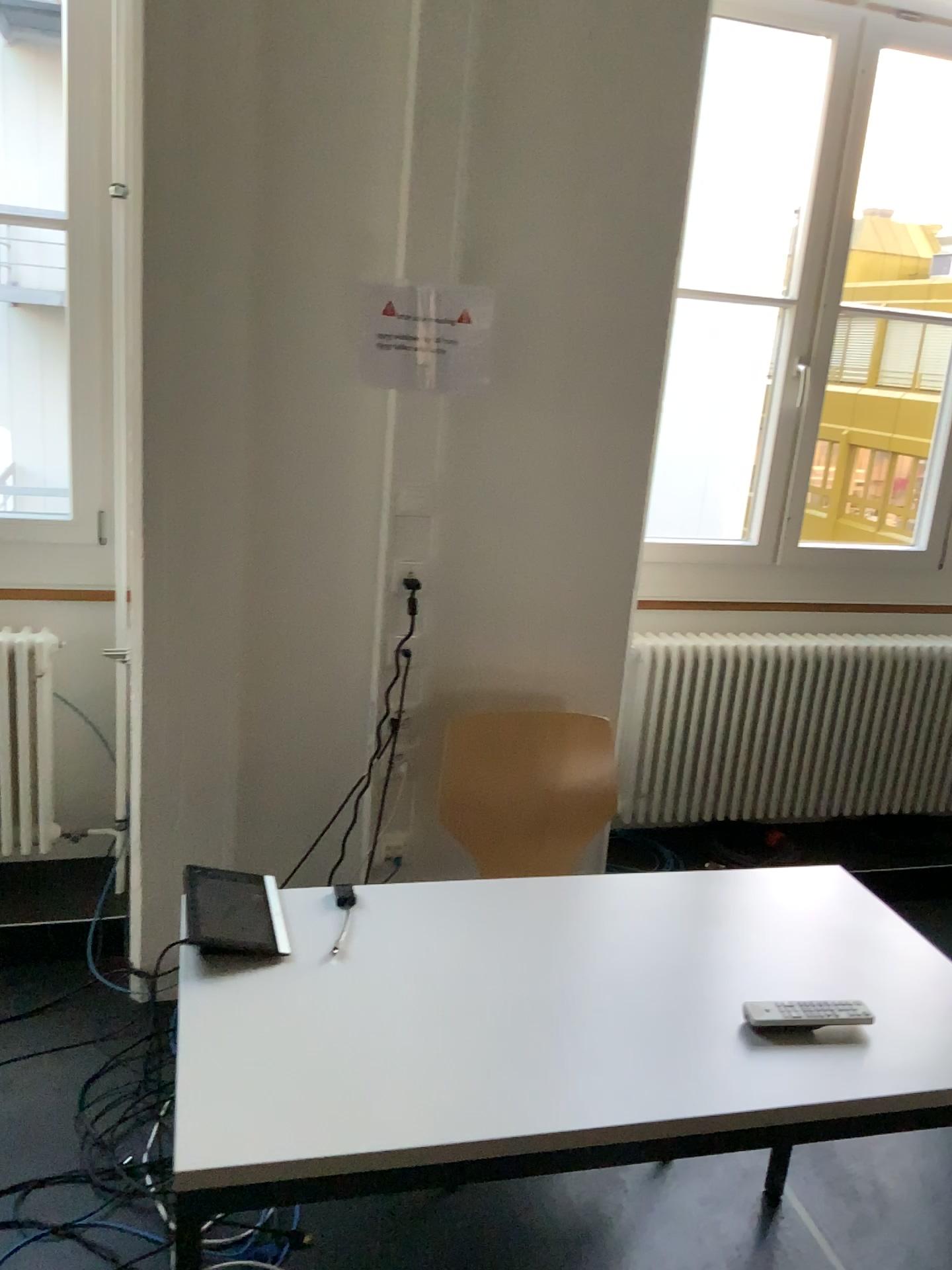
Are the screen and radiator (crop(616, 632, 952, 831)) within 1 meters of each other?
no

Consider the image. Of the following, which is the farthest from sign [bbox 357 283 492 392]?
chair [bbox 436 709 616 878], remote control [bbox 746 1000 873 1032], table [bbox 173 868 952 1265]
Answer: remote control [bbox 746 1000 873 1032]

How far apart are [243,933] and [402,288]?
1.39m

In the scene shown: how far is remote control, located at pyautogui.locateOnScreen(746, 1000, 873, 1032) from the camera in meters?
1.5

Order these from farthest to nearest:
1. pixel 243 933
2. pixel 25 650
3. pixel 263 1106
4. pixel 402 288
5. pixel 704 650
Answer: pixel 704 650 → pixel 25 650 → pixel 402 288 → pixel 243 933 → pixel 263 1106

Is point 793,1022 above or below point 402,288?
below

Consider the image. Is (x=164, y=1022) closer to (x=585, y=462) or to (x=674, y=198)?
(x=585, y=462)

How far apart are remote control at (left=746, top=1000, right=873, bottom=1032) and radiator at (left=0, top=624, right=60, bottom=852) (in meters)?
1.97

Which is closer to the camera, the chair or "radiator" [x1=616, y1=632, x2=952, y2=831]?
the chair

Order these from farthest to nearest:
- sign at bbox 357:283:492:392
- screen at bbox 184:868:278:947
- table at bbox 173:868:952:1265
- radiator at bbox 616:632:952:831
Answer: radiator at bbox 616:632:952:831 < sign at bbox 357:283:492:392 < screen at bbox 184:868:278:947 < table at bbox 173:868:952:1265
